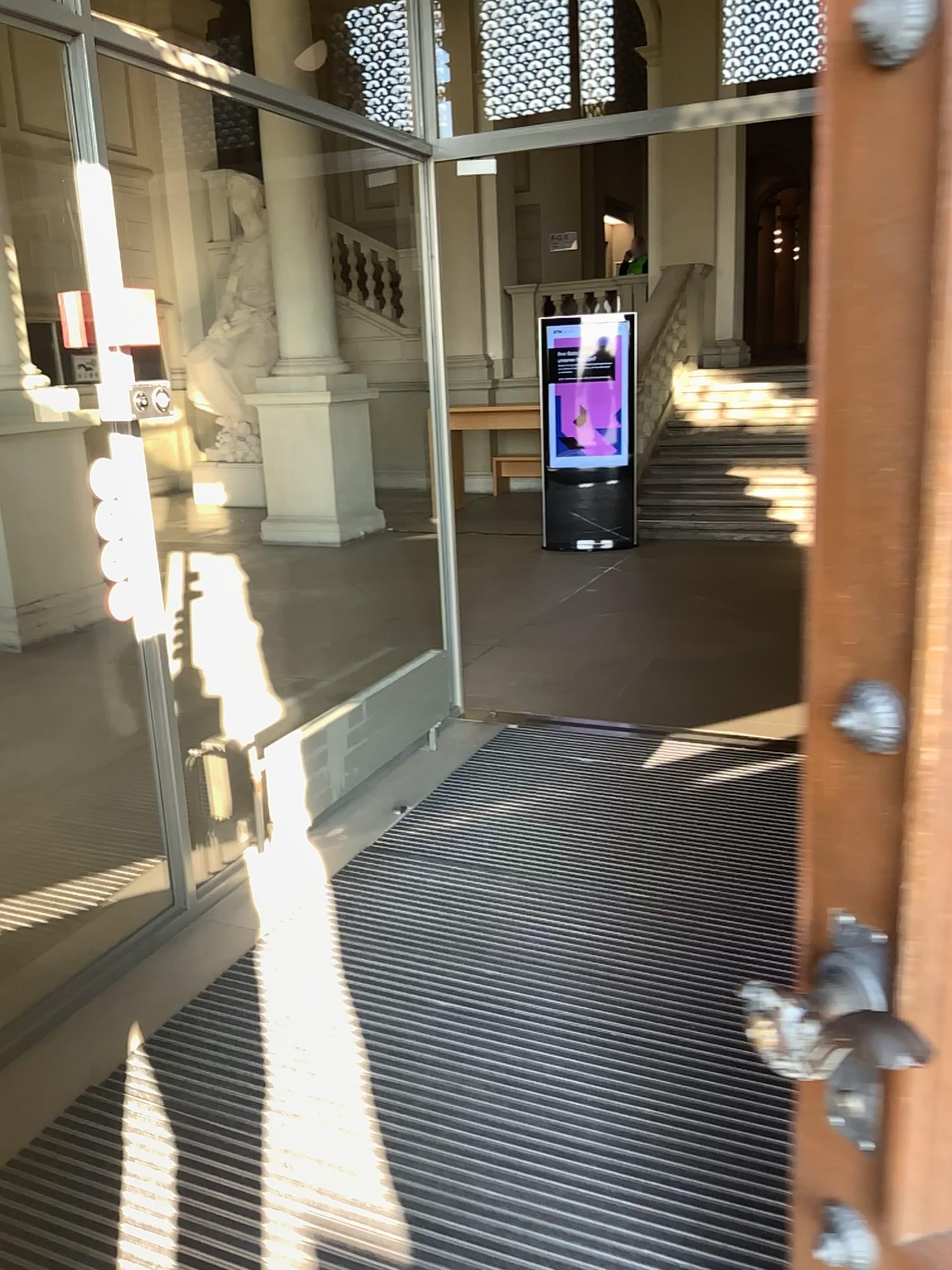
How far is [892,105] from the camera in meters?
0.7 m

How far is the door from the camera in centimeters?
74cm

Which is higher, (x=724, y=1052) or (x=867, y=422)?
(x=867, y=422)
